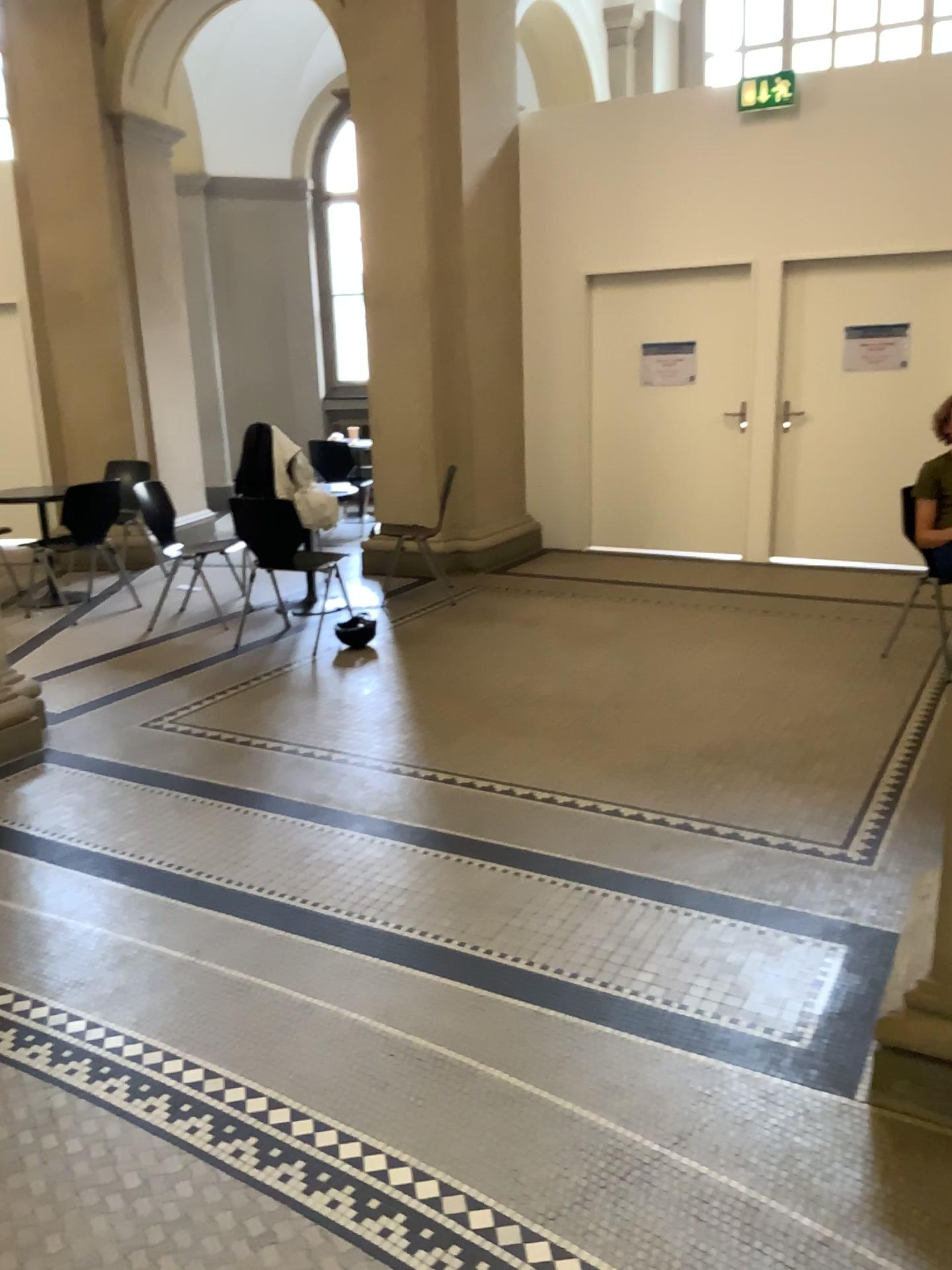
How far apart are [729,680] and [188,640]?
2.8m
